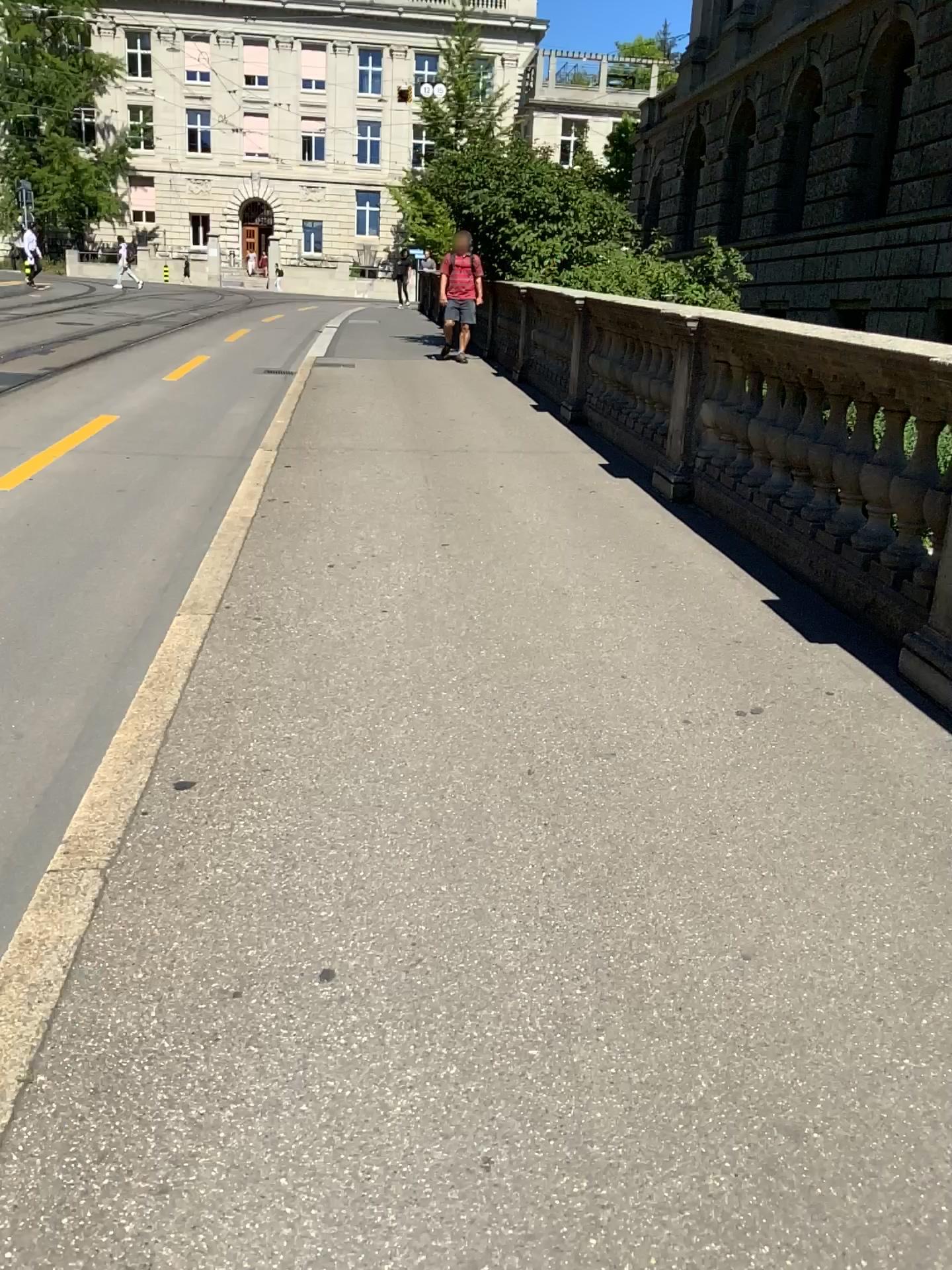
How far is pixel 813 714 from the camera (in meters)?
3.37
